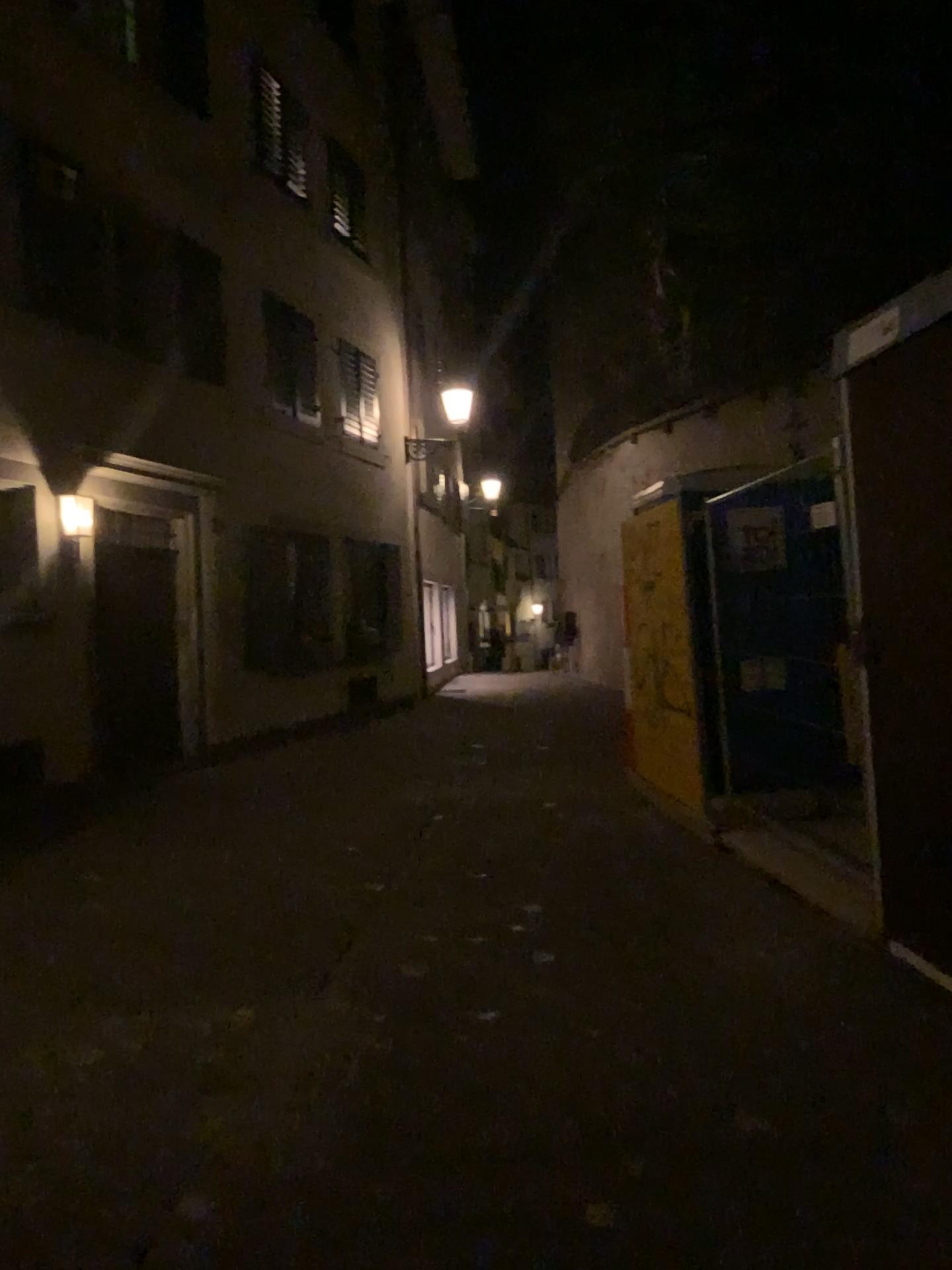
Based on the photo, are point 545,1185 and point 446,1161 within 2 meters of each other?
yes

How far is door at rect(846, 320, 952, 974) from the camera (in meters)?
3.81

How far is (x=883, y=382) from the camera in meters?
3.8 m
